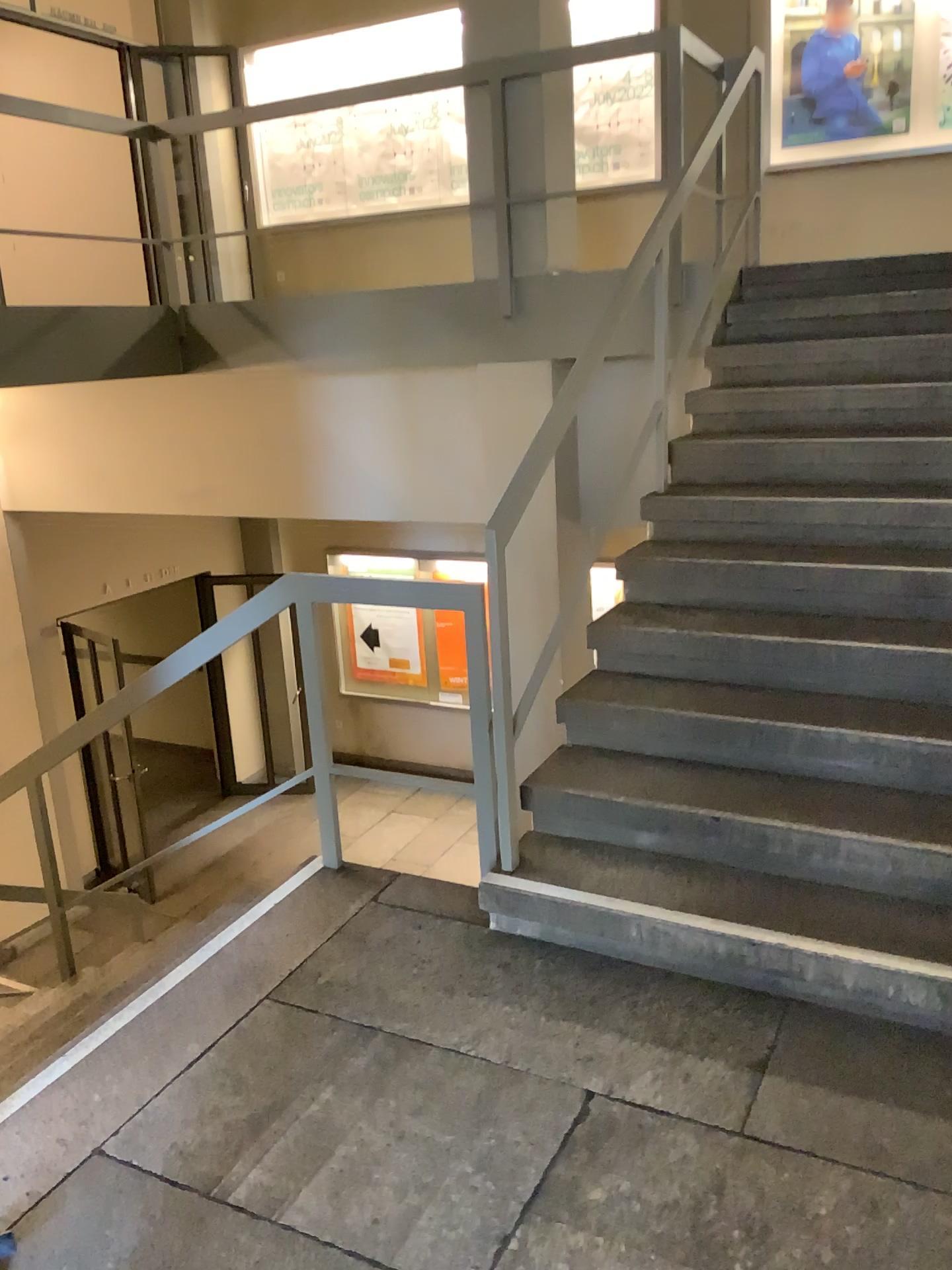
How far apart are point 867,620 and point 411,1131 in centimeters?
198cm
